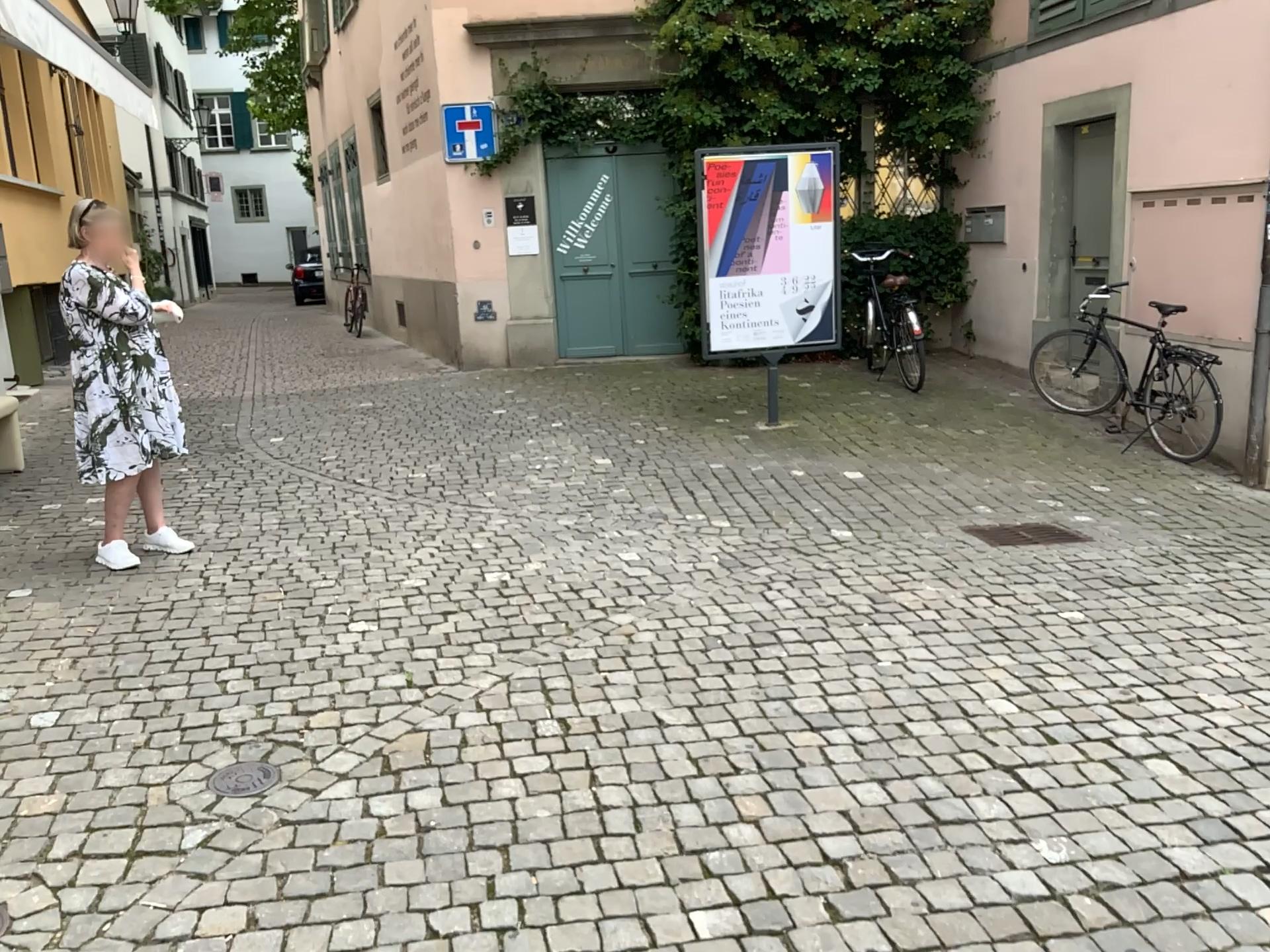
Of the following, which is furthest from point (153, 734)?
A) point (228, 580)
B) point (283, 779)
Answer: point (228, 580)

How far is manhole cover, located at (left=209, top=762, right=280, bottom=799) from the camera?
2.88m

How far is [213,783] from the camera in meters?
2.9 m
